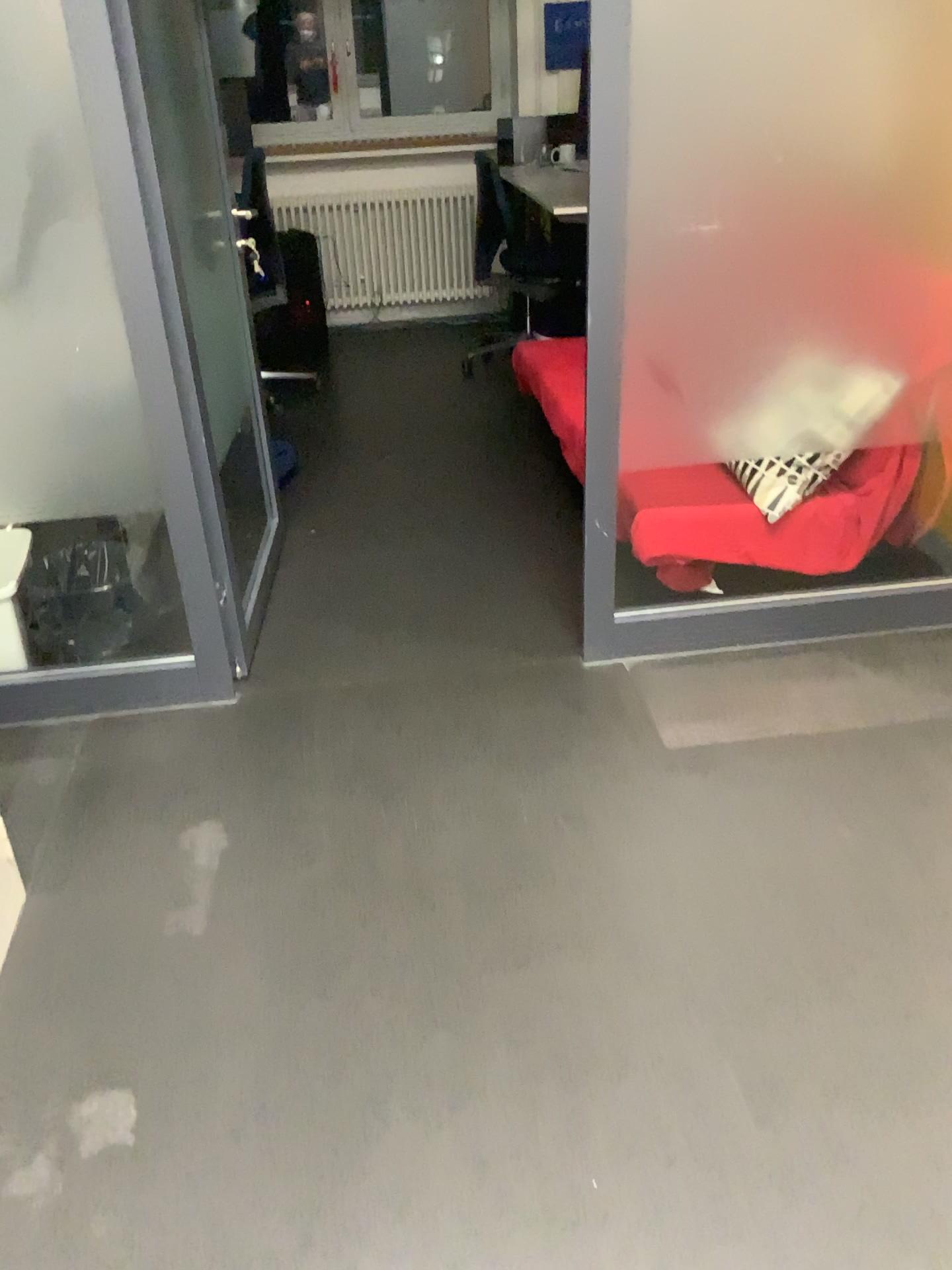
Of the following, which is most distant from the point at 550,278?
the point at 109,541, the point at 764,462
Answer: the point at 109,541

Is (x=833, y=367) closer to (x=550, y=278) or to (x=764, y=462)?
(x=764, y=462)

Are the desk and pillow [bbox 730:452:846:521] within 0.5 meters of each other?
no

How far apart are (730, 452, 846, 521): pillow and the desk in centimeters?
217cm

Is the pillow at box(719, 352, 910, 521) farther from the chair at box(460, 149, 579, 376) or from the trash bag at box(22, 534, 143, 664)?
the chair at box(460, 149, 579, 376)

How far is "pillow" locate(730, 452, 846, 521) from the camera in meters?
2.6 m

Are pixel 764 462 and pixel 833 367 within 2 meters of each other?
yes

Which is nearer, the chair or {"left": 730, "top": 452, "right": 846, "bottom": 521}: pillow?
{"left": 730, "top": 452, "right": 846, "bottom": 521}: pillow

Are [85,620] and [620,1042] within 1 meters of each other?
no

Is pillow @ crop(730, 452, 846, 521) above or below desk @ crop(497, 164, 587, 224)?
below
